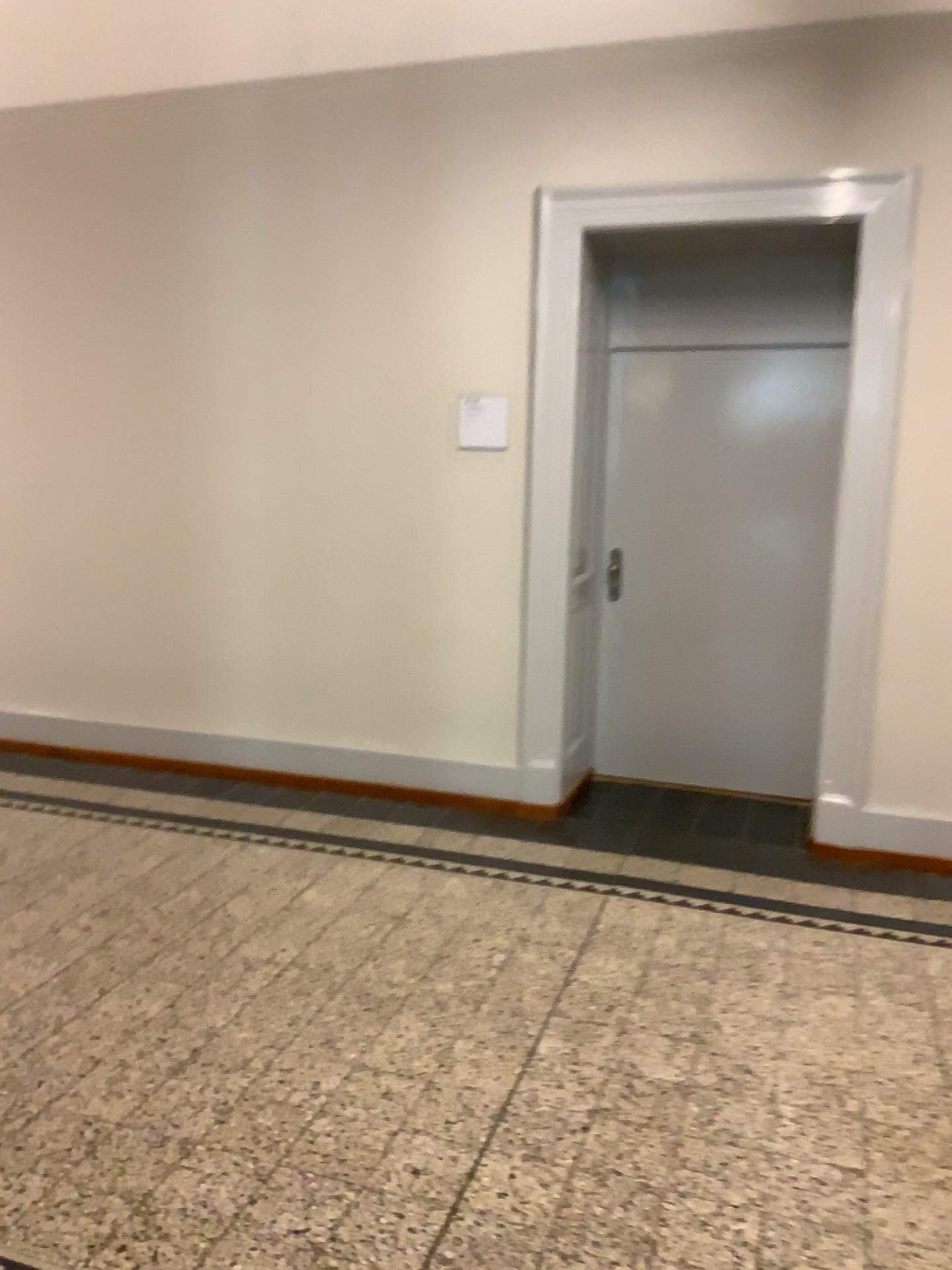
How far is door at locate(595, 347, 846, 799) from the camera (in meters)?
4.56

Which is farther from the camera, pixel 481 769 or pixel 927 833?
pixel 481 769

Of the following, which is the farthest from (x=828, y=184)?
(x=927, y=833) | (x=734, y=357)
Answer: (x=927, y=833)

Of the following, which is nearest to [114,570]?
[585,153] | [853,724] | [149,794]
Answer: [149,794]

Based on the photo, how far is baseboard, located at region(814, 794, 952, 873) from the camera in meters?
3.9

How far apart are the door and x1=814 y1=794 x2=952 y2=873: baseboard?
0.6m

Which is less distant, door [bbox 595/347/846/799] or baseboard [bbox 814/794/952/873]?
baseboard [bbox 814/794/952/873]

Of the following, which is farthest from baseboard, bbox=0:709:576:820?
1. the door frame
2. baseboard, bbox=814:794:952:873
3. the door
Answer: baseboard, bbox=814:794:952:873

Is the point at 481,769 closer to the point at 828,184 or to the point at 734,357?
the point at 734,357

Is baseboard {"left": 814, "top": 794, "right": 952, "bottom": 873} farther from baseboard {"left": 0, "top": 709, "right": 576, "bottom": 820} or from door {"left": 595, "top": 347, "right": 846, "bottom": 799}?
baseboard {"left": 0, "top": 709, "right": 576, "bottom": 820}
